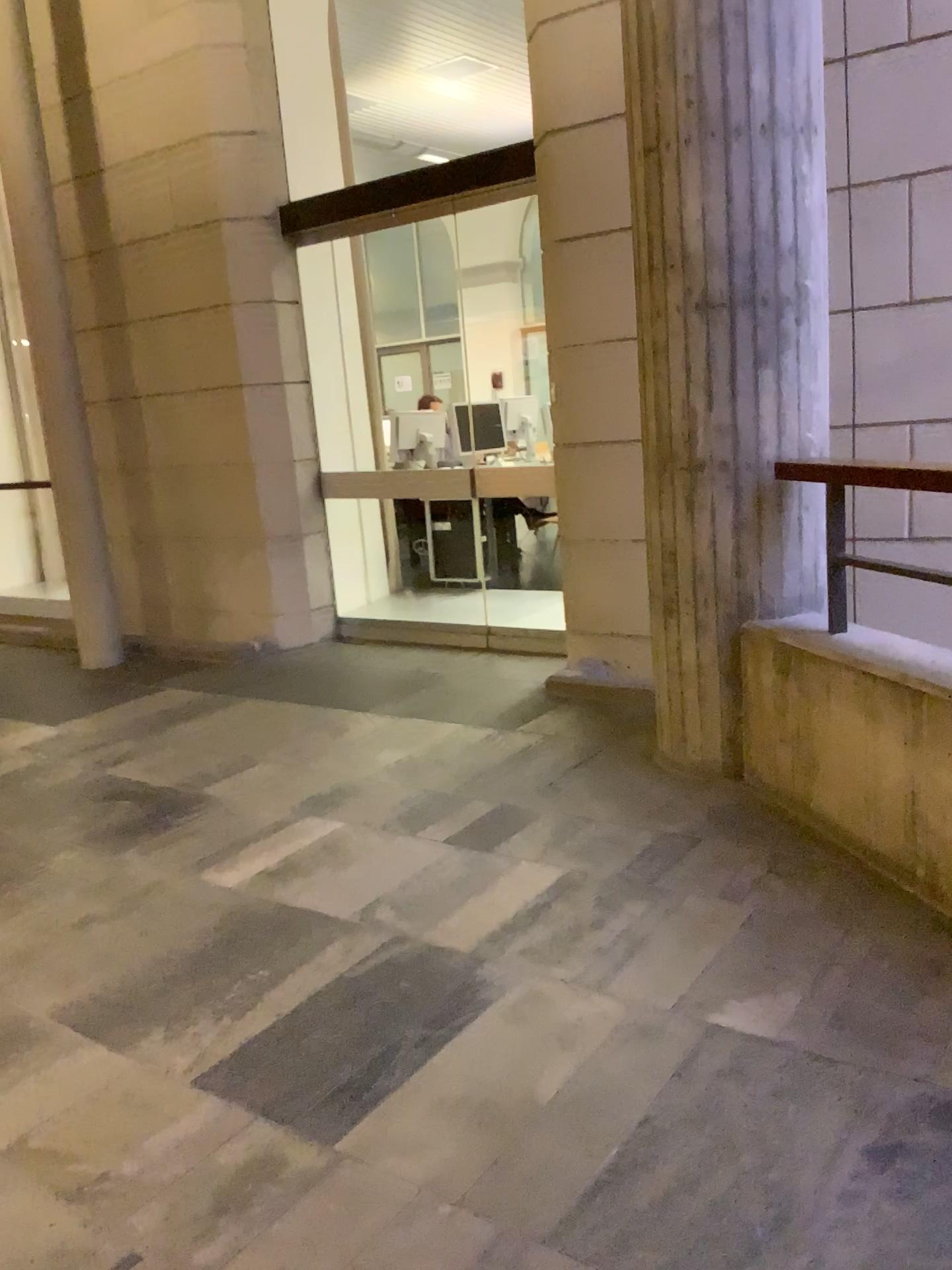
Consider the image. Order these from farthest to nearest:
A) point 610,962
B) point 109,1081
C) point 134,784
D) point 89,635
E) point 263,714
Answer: point 89,635, point 263,714, point 134,784, point 610,962, point 109,1081

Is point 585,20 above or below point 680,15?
above

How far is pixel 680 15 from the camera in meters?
2.8

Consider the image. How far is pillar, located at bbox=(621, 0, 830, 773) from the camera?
2.8m

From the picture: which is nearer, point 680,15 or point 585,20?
point 680,15

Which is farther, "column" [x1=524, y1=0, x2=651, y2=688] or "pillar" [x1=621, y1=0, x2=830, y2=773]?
"column" [x1=524, y1=0, x2=651, y2=688]
